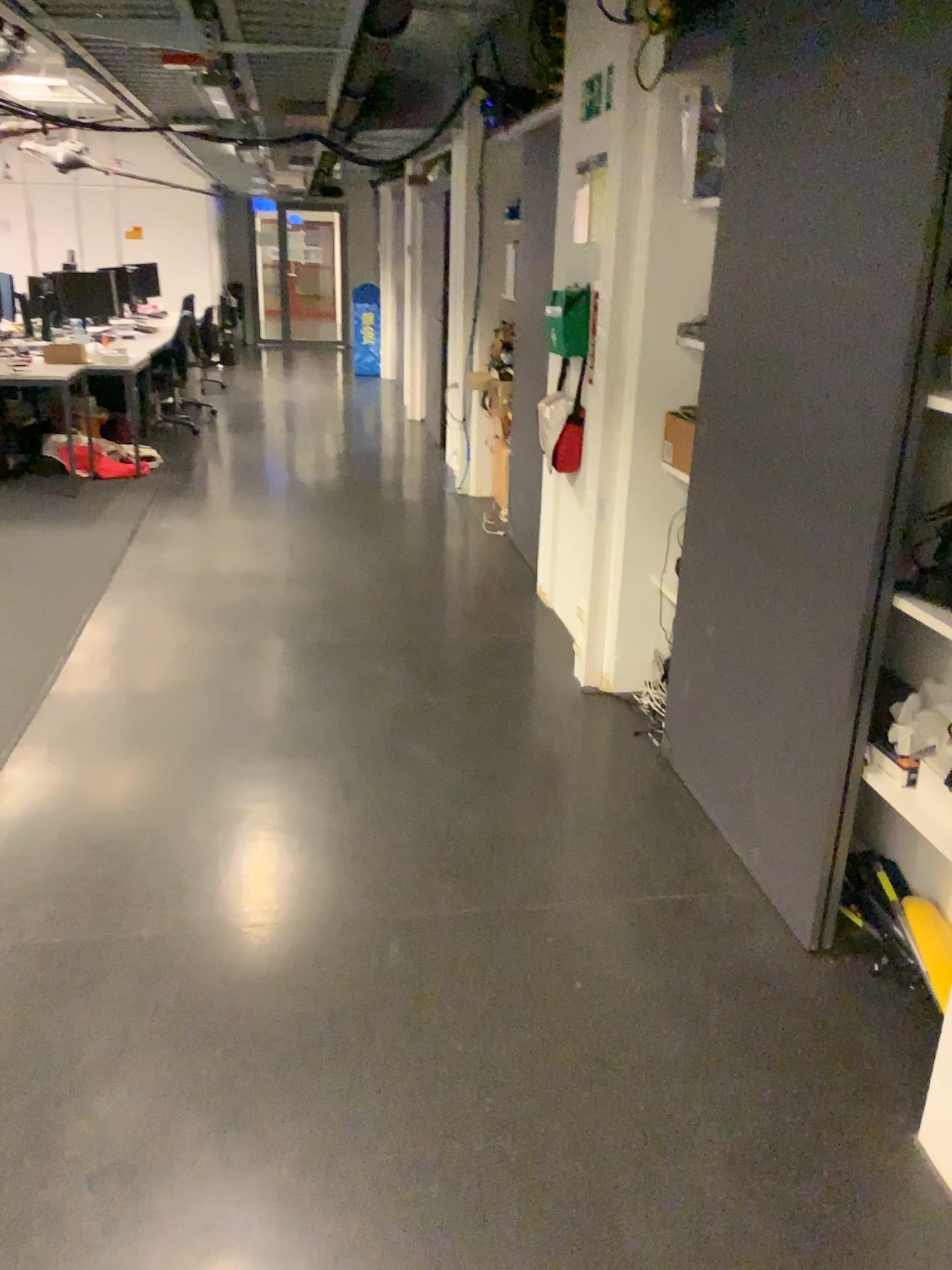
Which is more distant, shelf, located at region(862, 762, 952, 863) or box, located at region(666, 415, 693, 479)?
box, located at region(666, 415, 693, 479)

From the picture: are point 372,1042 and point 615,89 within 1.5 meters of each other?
no

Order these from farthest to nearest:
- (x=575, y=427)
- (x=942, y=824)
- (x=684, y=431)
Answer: (x=575, y=427) → (x=684, y=431) → (x=942, y=824)

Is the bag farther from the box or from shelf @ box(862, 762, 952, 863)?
shelf @ box(862, 762, 952, 863)

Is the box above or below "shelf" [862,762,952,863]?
above

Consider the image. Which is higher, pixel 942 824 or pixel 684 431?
pixel 684 431

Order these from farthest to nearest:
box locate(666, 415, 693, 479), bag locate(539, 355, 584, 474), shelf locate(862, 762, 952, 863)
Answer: bag locate(539, 355, 584, 474)
box locate(666, 415, 693, 479)
shelf locate(862, 762, 952, 863)

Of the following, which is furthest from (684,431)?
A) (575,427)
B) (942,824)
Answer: (942,824)

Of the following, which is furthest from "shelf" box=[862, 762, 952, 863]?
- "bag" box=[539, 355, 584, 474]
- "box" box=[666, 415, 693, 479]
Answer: "bag" box=[539, 355, 584, 474]

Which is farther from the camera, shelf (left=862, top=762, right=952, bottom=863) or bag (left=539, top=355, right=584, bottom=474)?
bag (left=539, top=355, right=584, bottom=474)
